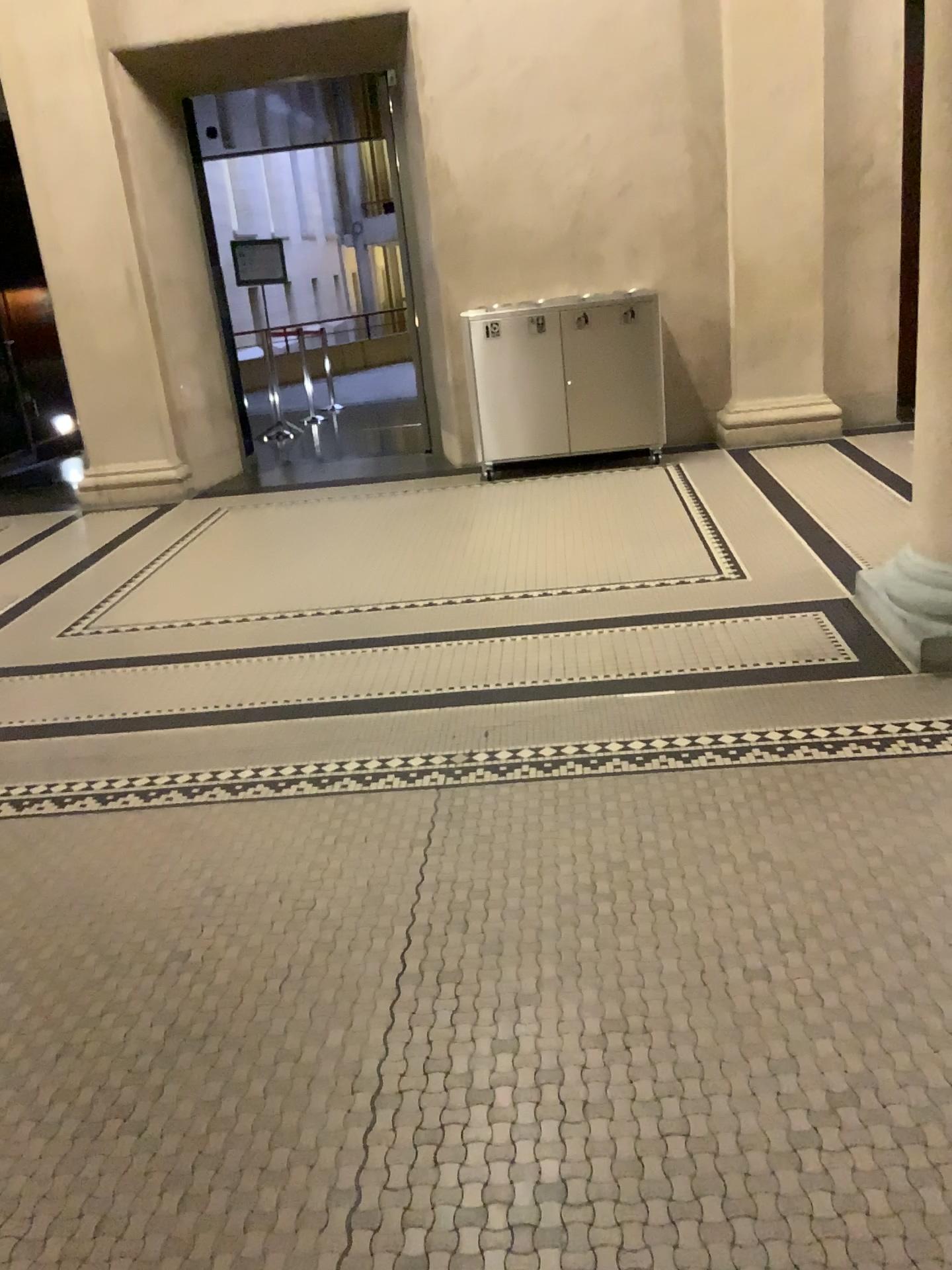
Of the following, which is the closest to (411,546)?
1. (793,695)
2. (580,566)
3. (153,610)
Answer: (580,566)
